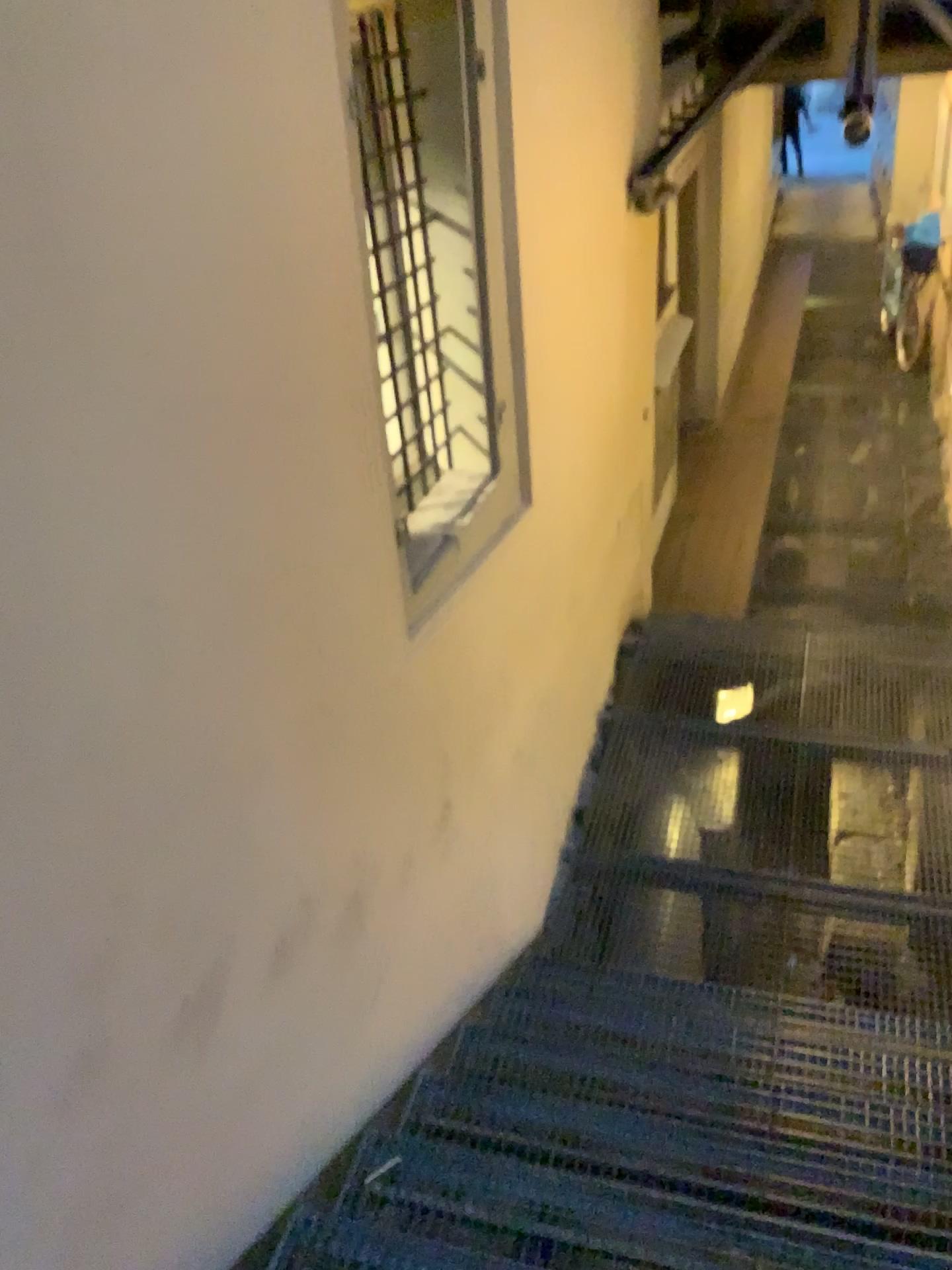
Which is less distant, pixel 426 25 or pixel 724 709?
pixel 426 25

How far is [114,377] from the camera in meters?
1.5

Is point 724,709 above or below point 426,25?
below

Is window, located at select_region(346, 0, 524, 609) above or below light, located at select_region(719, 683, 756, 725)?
above

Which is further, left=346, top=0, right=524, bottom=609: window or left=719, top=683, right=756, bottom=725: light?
left=719, top=683, right=756, bottom=725: light
